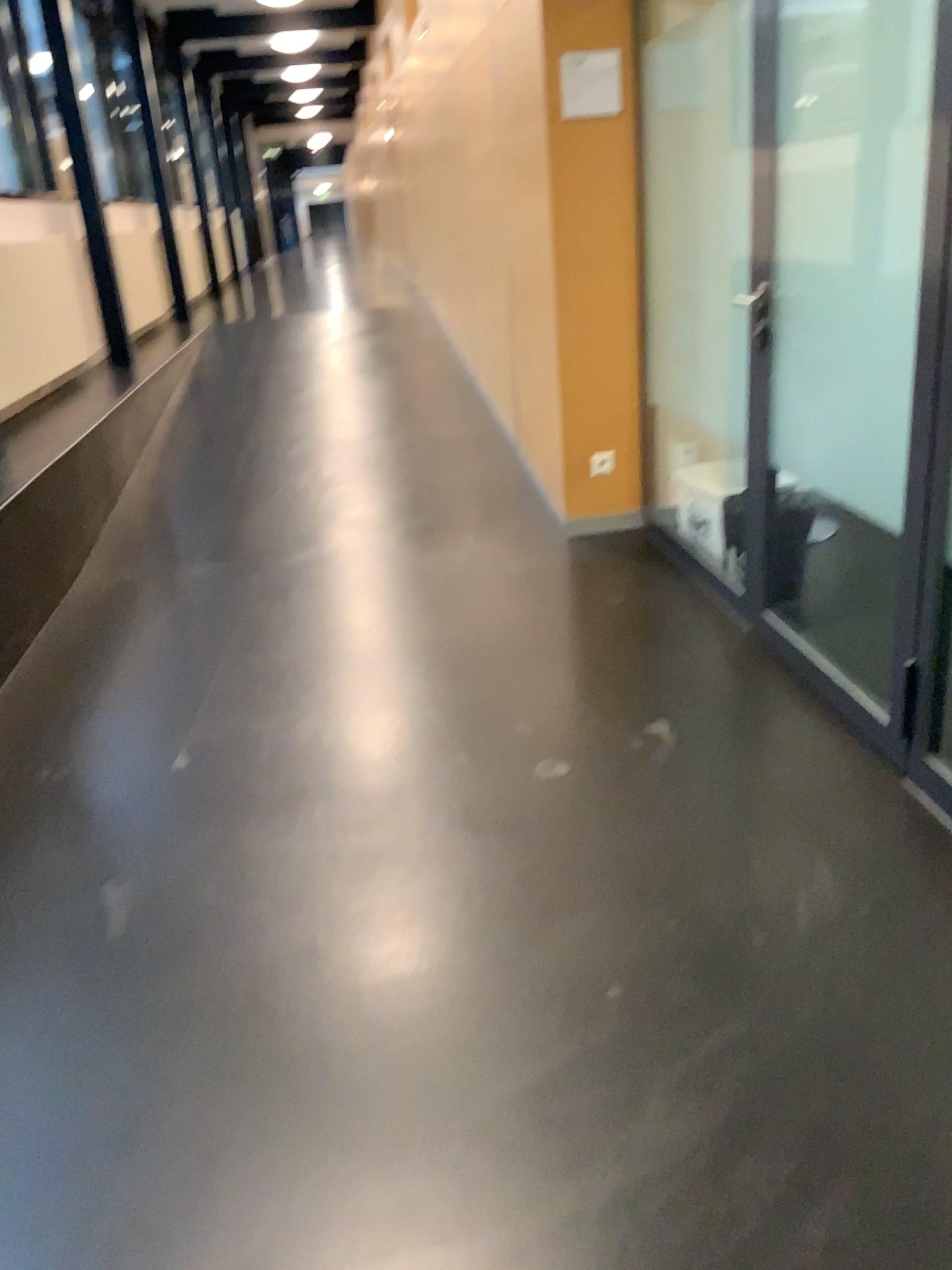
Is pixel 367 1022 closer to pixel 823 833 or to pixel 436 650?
pixel 823 833
